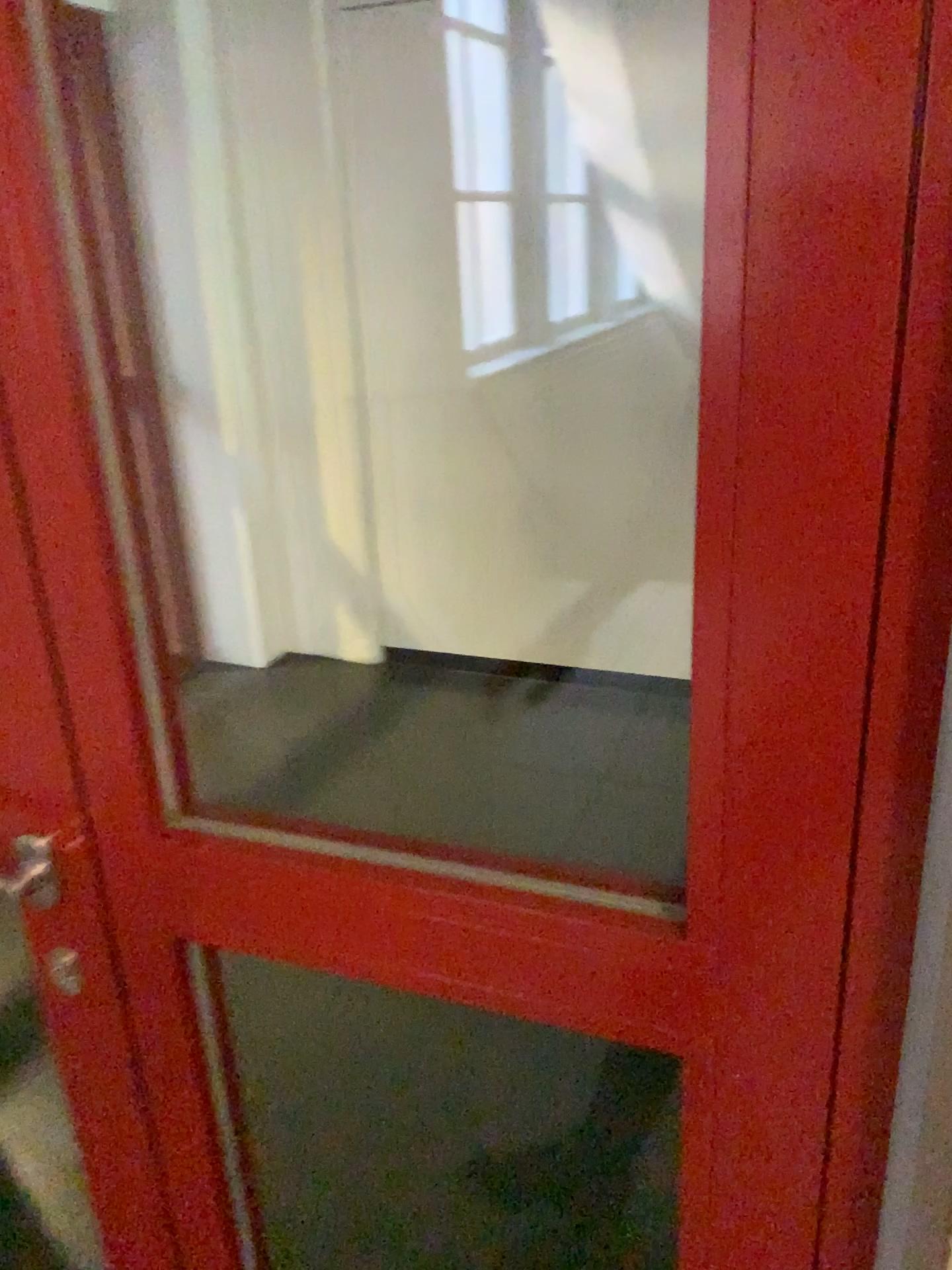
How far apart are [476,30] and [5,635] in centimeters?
289cm

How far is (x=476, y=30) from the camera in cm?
308

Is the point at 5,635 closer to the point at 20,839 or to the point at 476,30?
the point at 20,839

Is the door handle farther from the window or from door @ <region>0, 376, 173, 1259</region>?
the window

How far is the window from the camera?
3.1 meters

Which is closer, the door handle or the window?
the door handle

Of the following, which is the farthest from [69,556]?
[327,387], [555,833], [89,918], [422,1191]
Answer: [327,387]

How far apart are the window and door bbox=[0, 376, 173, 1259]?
2.7 meters

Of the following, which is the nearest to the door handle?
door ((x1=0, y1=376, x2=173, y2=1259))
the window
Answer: door ((x1=0, y1=376, x2=173, y2=1259))
